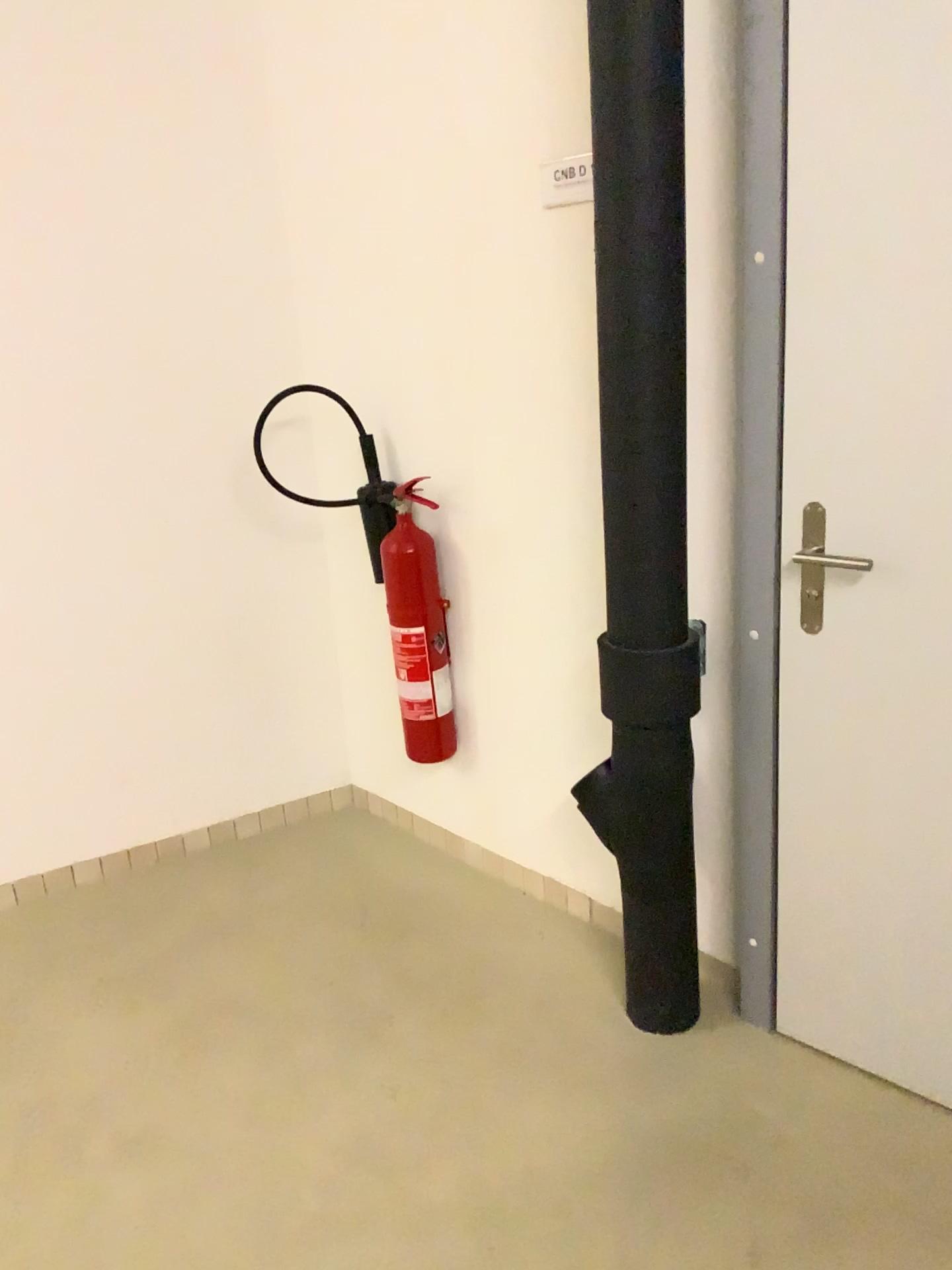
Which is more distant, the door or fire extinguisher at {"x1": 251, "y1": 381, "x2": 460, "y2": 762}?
fire extinguisher at {"x1": 251, "y1": 381, "x2": 460, "y2": 762}

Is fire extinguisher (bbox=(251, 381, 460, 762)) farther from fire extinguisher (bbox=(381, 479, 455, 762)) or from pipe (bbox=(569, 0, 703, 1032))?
pipe (bbox=(569, 0, 703, 1032))

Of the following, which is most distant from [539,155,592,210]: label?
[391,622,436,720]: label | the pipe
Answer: [391,622,436,720]: label

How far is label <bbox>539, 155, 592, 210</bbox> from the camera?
2.01m

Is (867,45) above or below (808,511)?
above

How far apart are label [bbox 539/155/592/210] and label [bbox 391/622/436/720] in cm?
102

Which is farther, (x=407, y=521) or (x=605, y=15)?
(x=407, y=521)

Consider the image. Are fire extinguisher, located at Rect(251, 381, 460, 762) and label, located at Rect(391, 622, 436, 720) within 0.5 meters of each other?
yes

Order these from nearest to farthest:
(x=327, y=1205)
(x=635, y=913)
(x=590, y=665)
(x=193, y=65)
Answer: (x=327, y=1205)
(x=635, y=913)
(x=590, y=665)
(x=193, y=65)

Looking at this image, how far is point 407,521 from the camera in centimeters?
254cm
